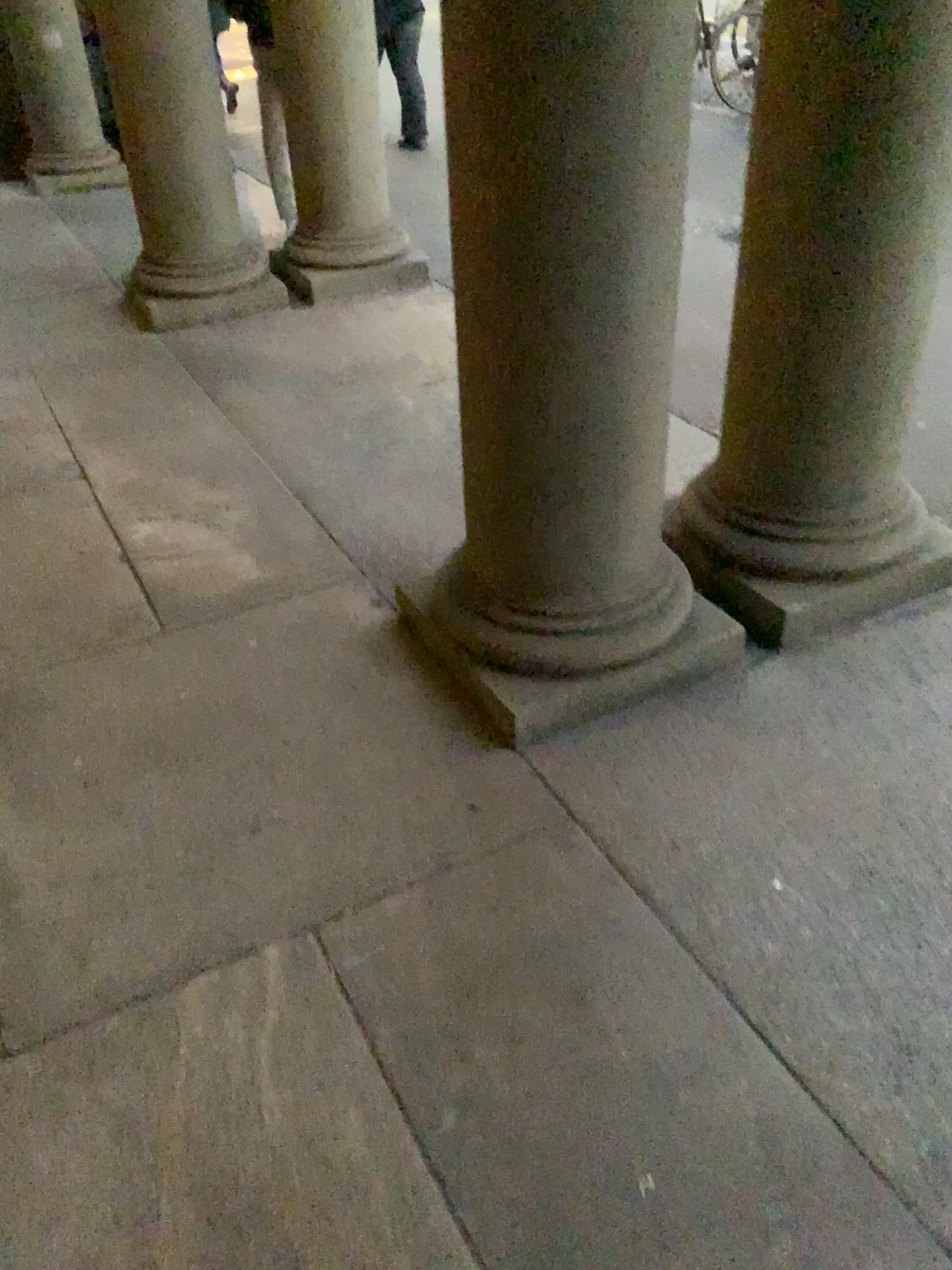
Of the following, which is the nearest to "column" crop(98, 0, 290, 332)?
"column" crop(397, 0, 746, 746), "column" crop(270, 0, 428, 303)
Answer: "column" crop(270, 0, 428, 303)

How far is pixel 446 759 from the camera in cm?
209

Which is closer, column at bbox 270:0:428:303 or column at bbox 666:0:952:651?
column at bbox 666:0:952:651

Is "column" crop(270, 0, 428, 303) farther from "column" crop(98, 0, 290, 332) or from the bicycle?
the bicycle

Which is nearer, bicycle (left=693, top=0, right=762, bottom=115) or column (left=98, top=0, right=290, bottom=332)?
bicycle (left=693, top=0, right=762, bottom=115)

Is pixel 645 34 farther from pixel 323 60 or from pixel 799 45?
Result: pixel 323 60

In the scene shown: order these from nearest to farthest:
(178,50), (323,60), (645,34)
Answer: (645,34), (178,50), (323,60)

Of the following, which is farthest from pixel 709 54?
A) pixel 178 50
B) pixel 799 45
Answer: pixel 178 50

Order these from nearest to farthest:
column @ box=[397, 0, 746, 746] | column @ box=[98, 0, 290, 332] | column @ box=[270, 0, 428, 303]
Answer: column @ box=[397, 0, 746, 746] → column @ box=[98, 0, 290, 332] → column @ box=[270, 0, 428, 303]

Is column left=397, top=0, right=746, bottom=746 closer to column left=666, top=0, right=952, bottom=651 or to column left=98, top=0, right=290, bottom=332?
column left=666, top=0, right=952, bottom=651
